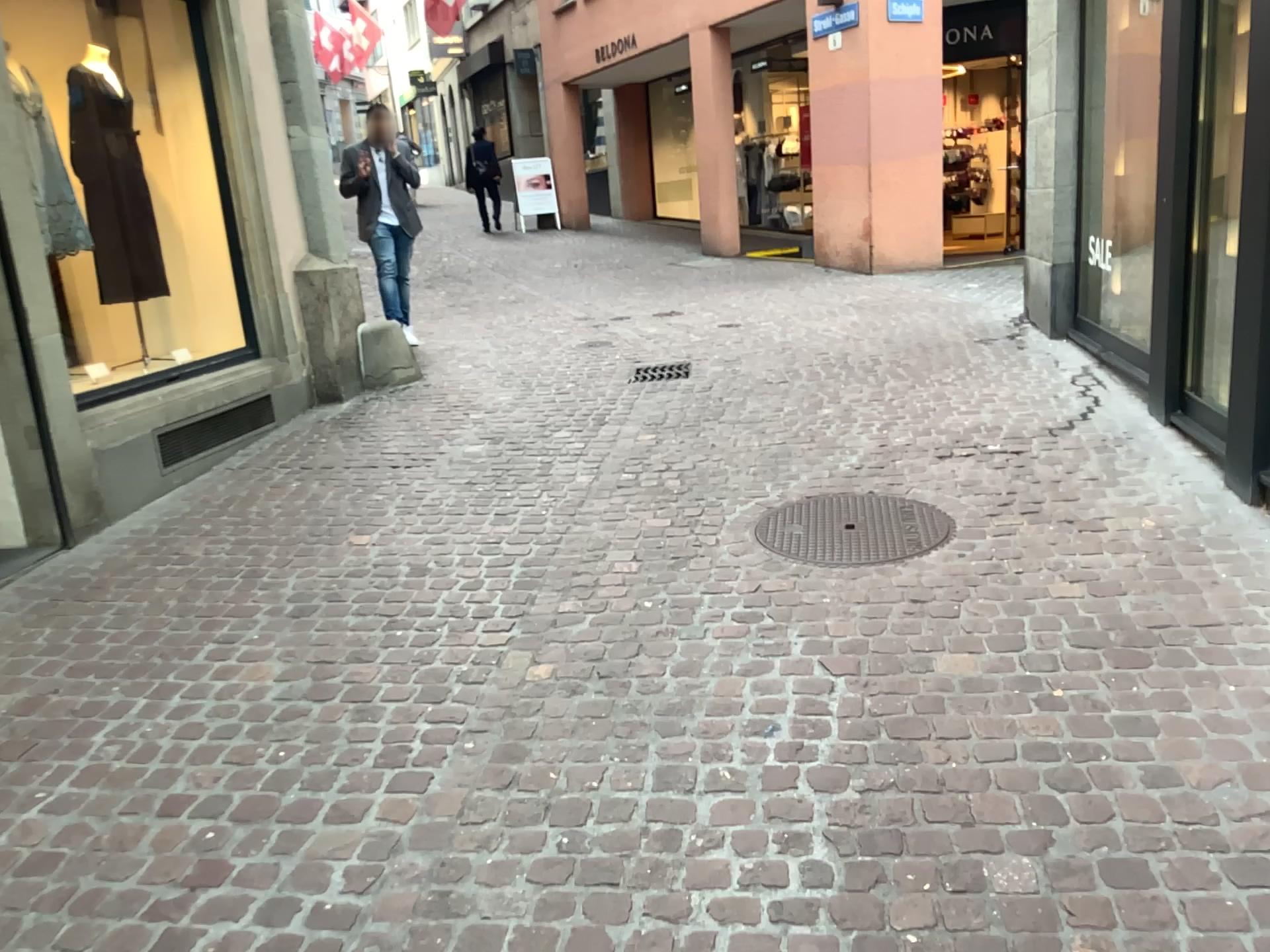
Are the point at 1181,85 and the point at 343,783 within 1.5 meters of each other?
no
